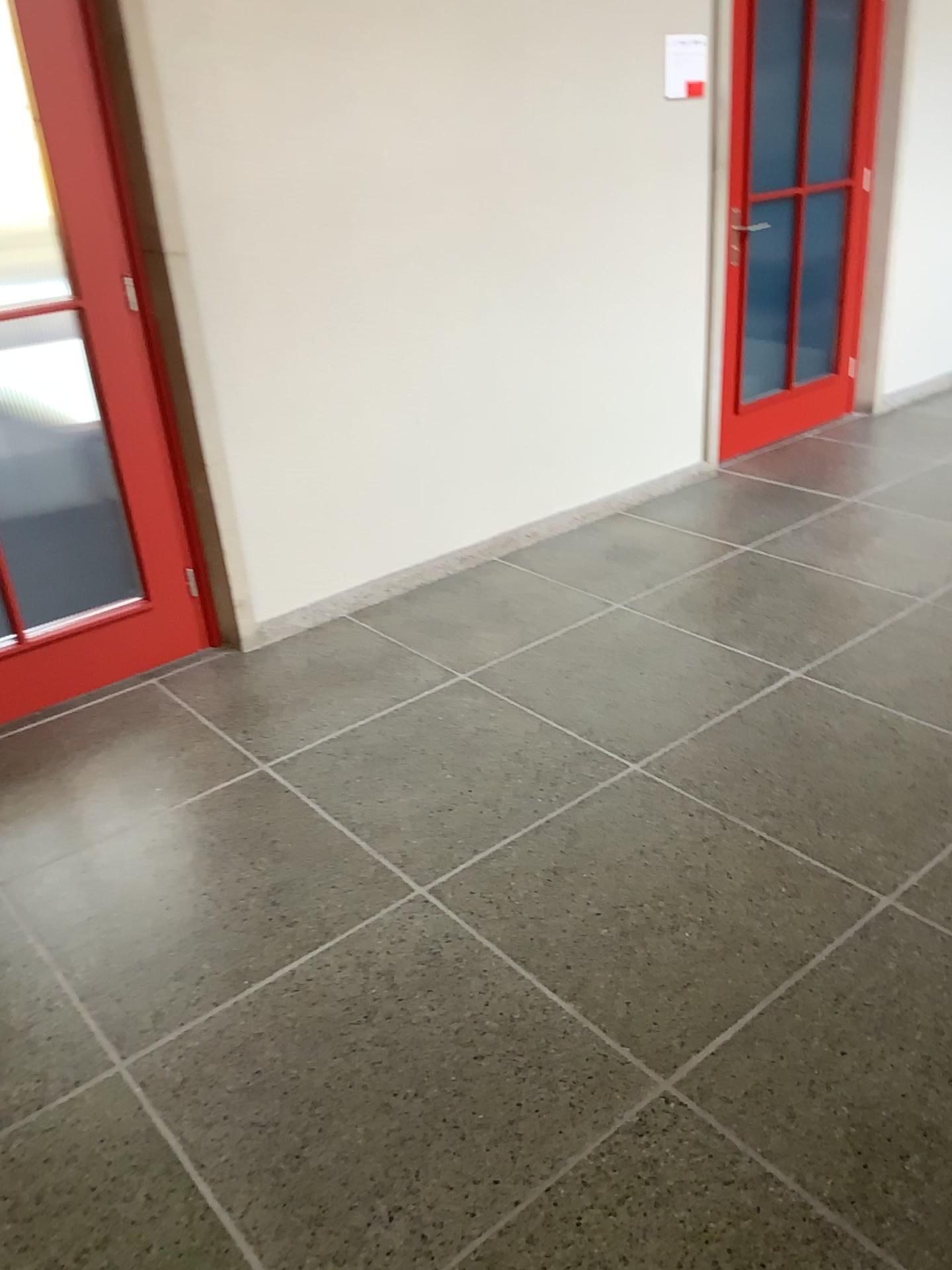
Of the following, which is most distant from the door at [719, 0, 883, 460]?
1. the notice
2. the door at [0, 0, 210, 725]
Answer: the door at [0, 0, 210, 725]

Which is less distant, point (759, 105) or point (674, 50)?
point (674, 50)

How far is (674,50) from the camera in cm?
390

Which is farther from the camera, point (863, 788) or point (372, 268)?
point (372, 268)

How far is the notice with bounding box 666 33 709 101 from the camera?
3.90m

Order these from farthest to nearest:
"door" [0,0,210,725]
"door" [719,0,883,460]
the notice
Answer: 1. "door" [719,0,883,460]
2. the notice
3. "door" [0,0,210,725]

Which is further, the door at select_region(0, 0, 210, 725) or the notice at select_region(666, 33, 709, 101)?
the notice at select_region(666, 33, 709, 101)

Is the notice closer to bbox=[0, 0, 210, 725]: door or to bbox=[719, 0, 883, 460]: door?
bbox=[719, 0, 883, 460]: door

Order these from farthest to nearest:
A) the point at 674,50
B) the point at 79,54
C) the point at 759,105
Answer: the point at 759,105, the point at 674,50, the point at 79,54
